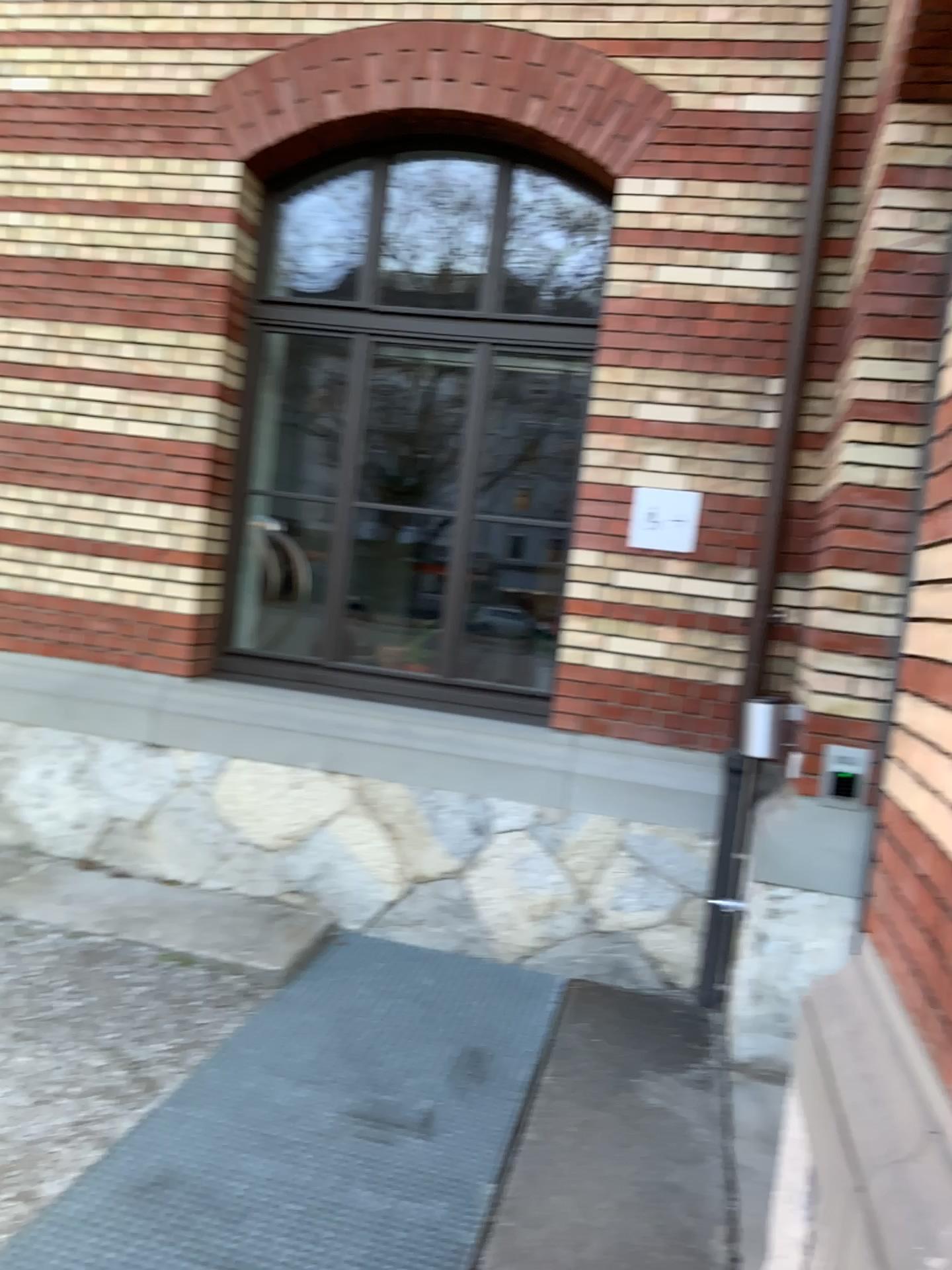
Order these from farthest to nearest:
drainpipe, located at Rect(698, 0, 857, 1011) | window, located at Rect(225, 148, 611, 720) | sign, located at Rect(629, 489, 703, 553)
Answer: window, located at Rect(225, 148, 611, 720)
sign, located at Rect(629, 489, 703, 553)
drainpipe, located at Rect(698, 0, 857, 1011)

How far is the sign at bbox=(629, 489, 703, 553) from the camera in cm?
441

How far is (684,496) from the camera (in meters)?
4.41

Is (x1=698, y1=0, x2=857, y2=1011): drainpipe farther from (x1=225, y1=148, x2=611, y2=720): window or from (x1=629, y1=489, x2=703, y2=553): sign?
(x1=225, y1=148, x2=611, y2=720): window

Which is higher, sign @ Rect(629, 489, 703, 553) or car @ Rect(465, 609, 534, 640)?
sign @ Rect(629, 489, 703, 553)

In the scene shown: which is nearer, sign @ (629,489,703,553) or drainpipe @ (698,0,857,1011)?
drainpipe @ (698,0,857,1011)

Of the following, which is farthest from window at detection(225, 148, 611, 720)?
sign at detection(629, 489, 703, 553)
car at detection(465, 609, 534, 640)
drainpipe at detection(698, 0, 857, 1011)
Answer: drainpipe at detection(698, 0, 857, 1011)

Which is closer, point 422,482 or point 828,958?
point 828,958

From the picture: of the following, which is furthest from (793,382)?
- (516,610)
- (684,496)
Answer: (516,610)

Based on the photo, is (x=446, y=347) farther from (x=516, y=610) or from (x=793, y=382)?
(x=793, y=382)
